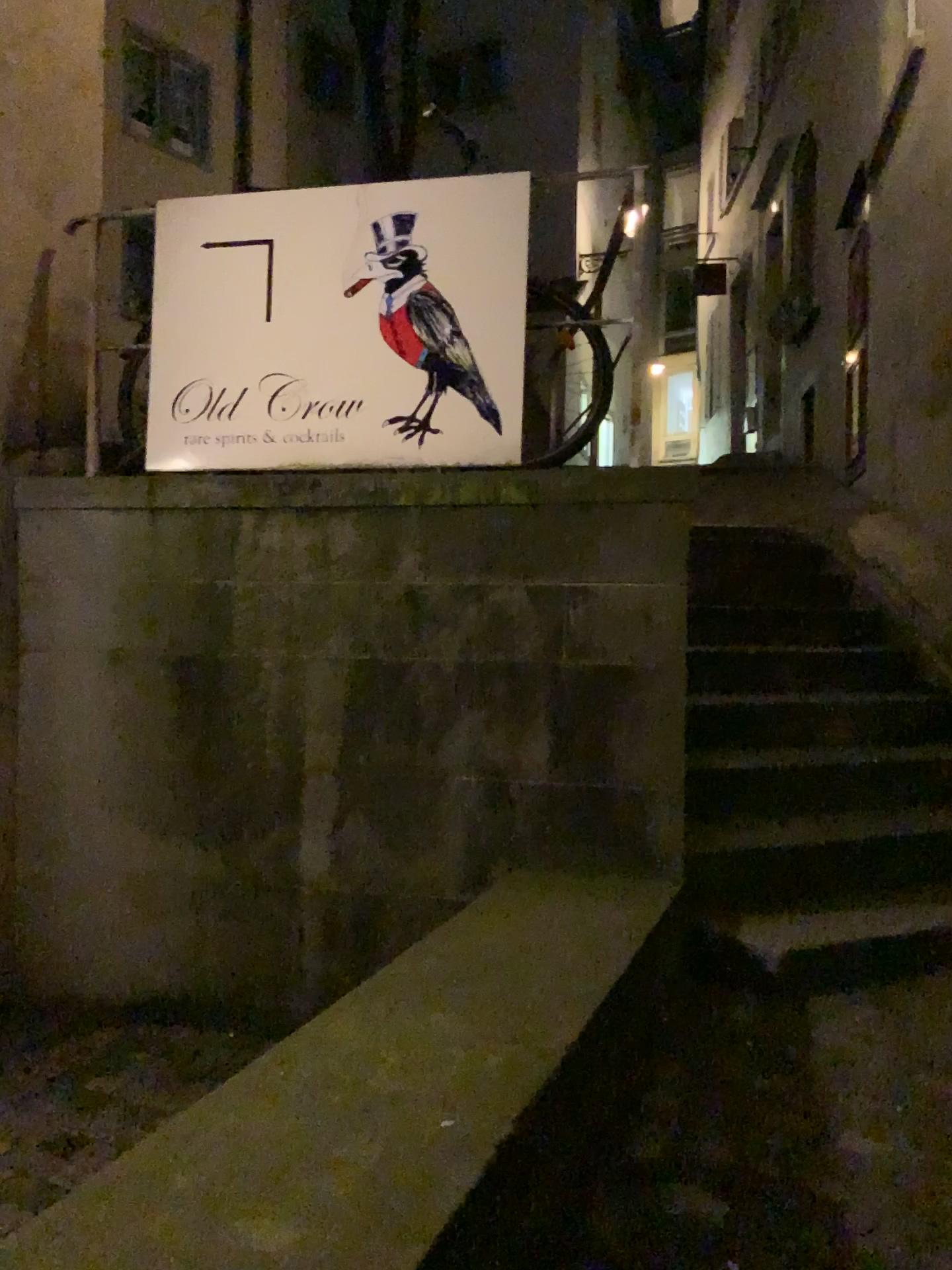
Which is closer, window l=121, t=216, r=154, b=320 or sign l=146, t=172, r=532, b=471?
sign l=146, t=172, r=532, b=471

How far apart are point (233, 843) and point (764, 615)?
2.7 meters

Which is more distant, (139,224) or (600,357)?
(139,224)

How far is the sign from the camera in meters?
3.2

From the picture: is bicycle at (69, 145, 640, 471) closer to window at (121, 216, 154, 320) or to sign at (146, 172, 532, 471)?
sign at (146, 172, 532, 471)

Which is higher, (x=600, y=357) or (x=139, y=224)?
(x=139, y=224)

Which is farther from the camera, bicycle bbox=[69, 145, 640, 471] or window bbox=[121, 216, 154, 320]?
window bbox=[121, 216, 154, 320]

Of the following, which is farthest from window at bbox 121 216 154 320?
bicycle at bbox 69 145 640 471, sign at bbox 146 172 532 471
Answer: bicycle at bbox 69 145 640 471

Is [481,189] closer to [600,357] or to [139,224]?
[600,357]
